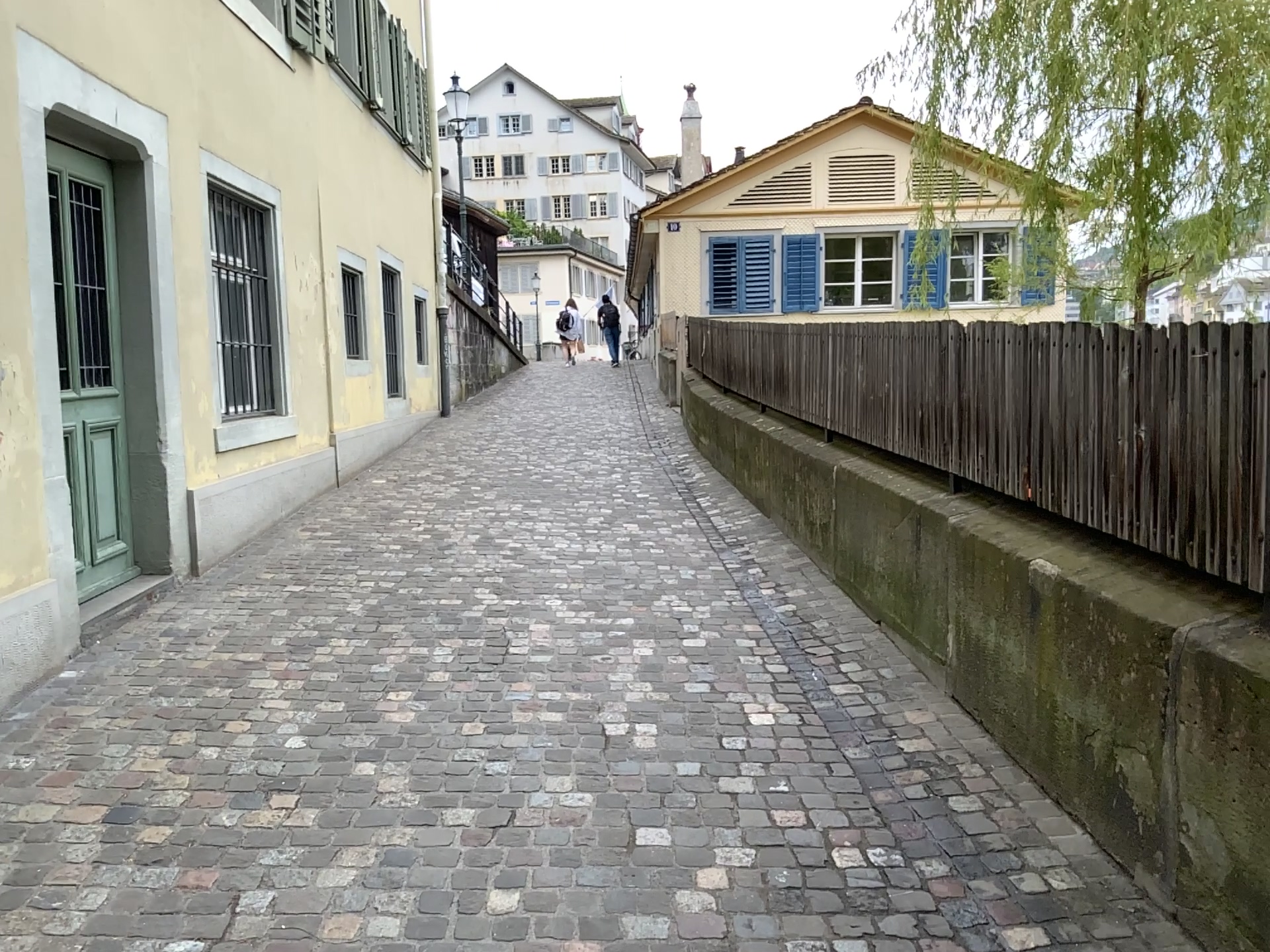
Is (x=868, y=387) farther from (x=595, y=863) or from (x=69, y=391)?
(x=69, y=391)
